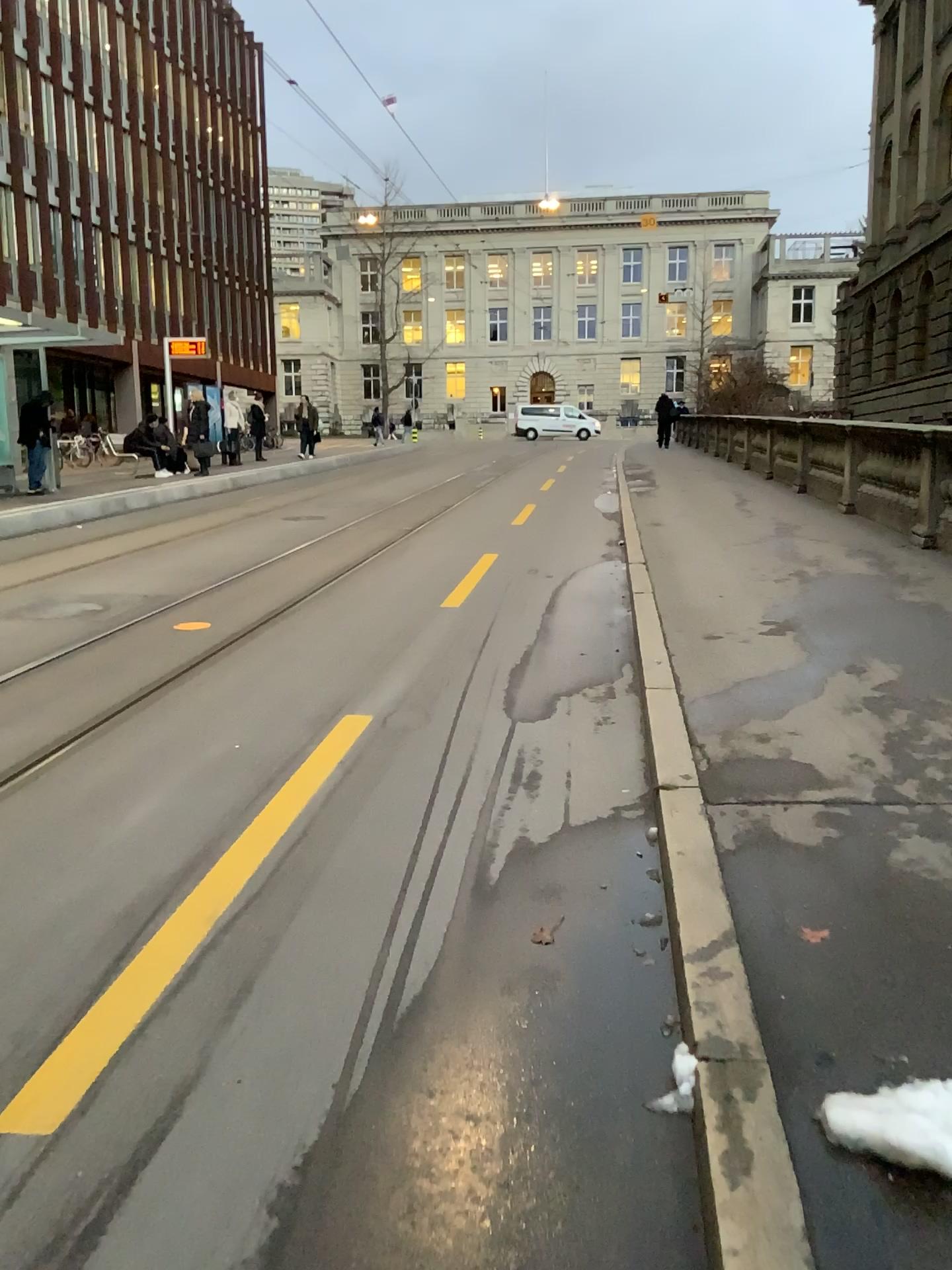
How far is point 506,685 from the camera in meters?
5.5
